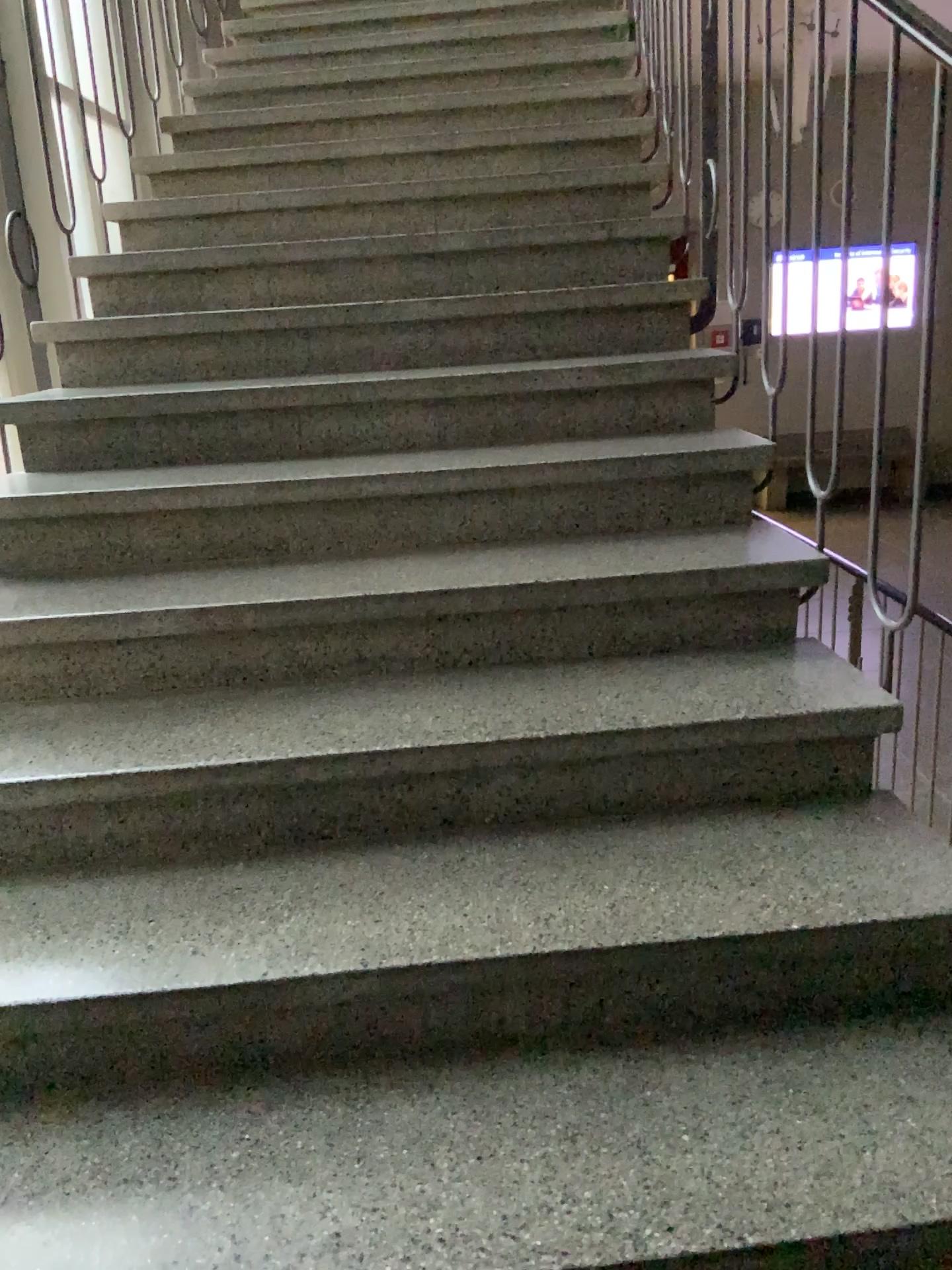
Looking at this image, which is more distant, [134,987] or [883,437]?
[883,437]
